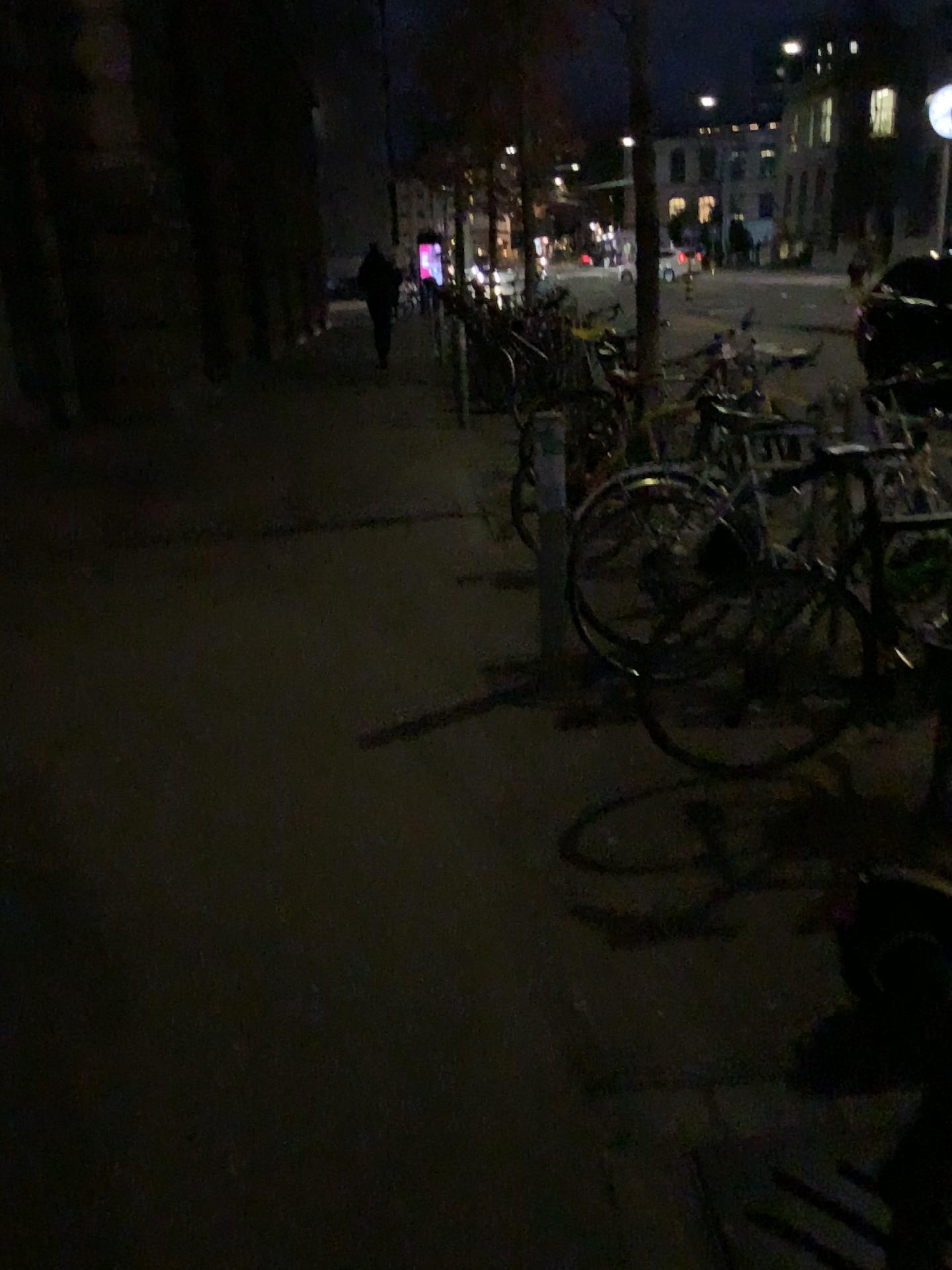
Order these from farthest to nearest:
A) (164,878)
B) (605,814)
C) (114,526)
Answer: (114,526), (605,814), (164,878)
